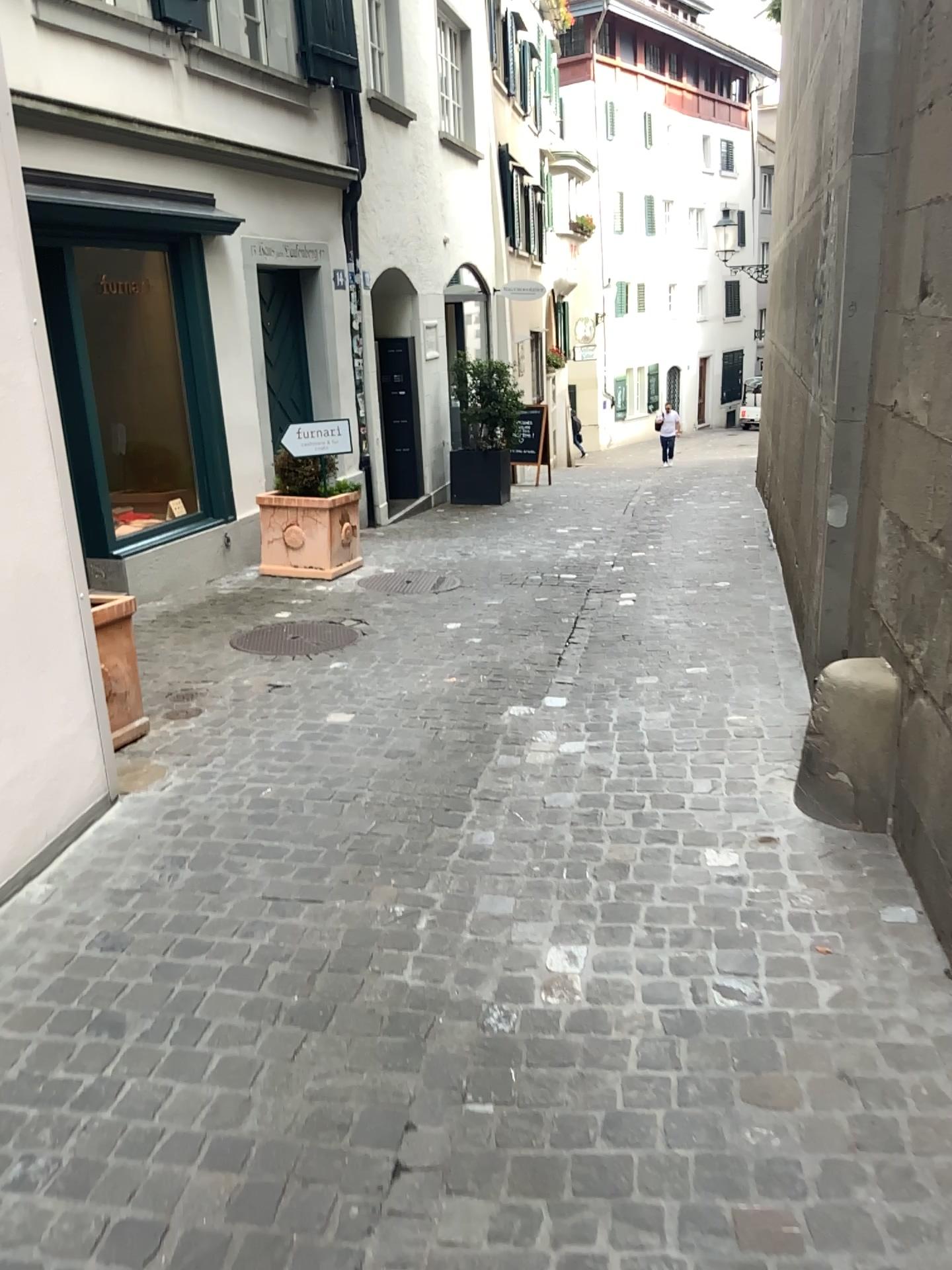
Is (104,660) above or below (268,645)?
above

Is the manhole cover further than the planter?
Yes

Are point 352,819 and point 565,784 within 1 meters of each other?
yes

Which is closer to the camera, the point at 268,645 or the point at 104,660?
the point at 104,660
